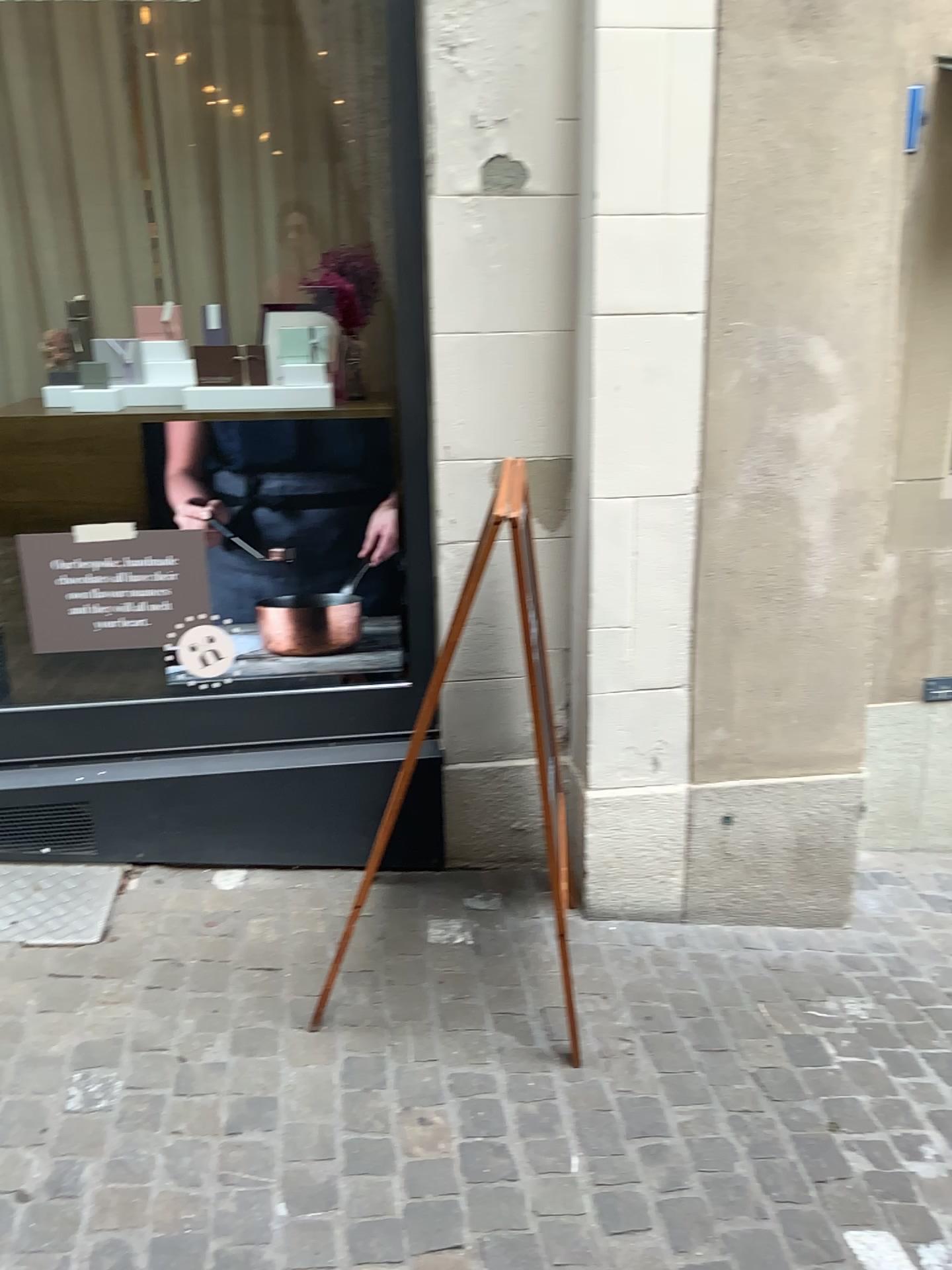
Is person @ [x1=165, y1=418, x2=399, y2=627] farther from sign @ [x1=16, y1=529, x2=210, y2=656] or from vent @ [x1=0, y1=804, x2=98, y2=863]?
vent @ [x1=0, y1=804, x2=98, y2=863]

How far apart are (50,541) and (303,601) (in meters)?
0.63

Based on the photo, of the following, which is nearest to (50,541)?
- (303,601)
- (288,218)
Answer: (303,601)

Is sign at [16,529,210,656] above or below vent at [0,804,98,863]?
above

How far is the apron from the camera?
2.5 meters

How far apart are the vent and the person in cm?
63

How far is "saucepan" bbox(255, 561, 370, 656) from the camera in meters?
2.7

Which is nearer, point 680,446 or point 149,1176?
point 149,1176

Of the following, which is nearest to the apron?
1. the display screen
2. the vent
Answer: the display screen

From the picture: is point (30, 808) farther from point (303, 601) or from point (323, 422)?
point (323, 422)
